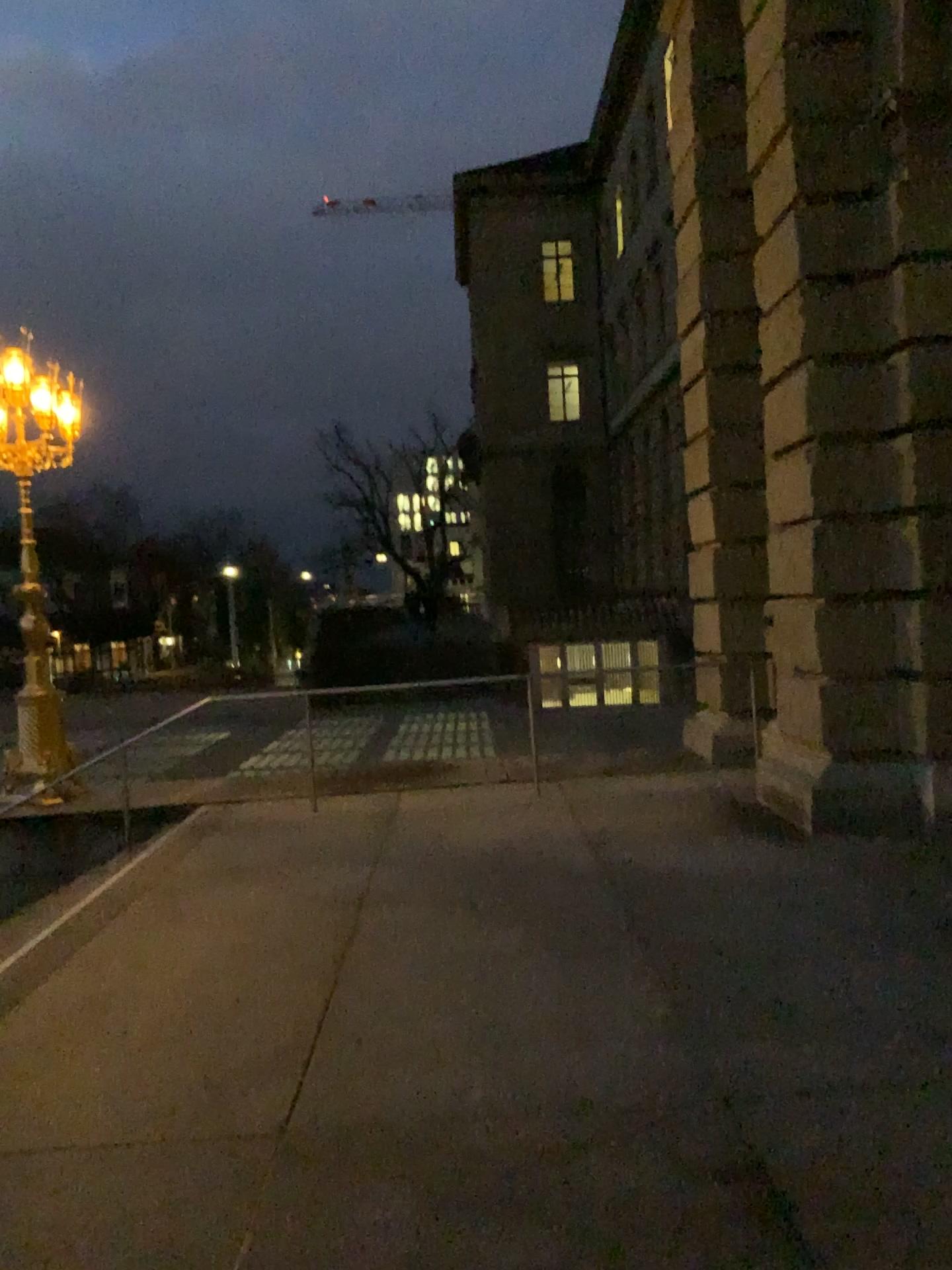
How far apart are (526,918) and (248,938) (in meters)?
1.40
